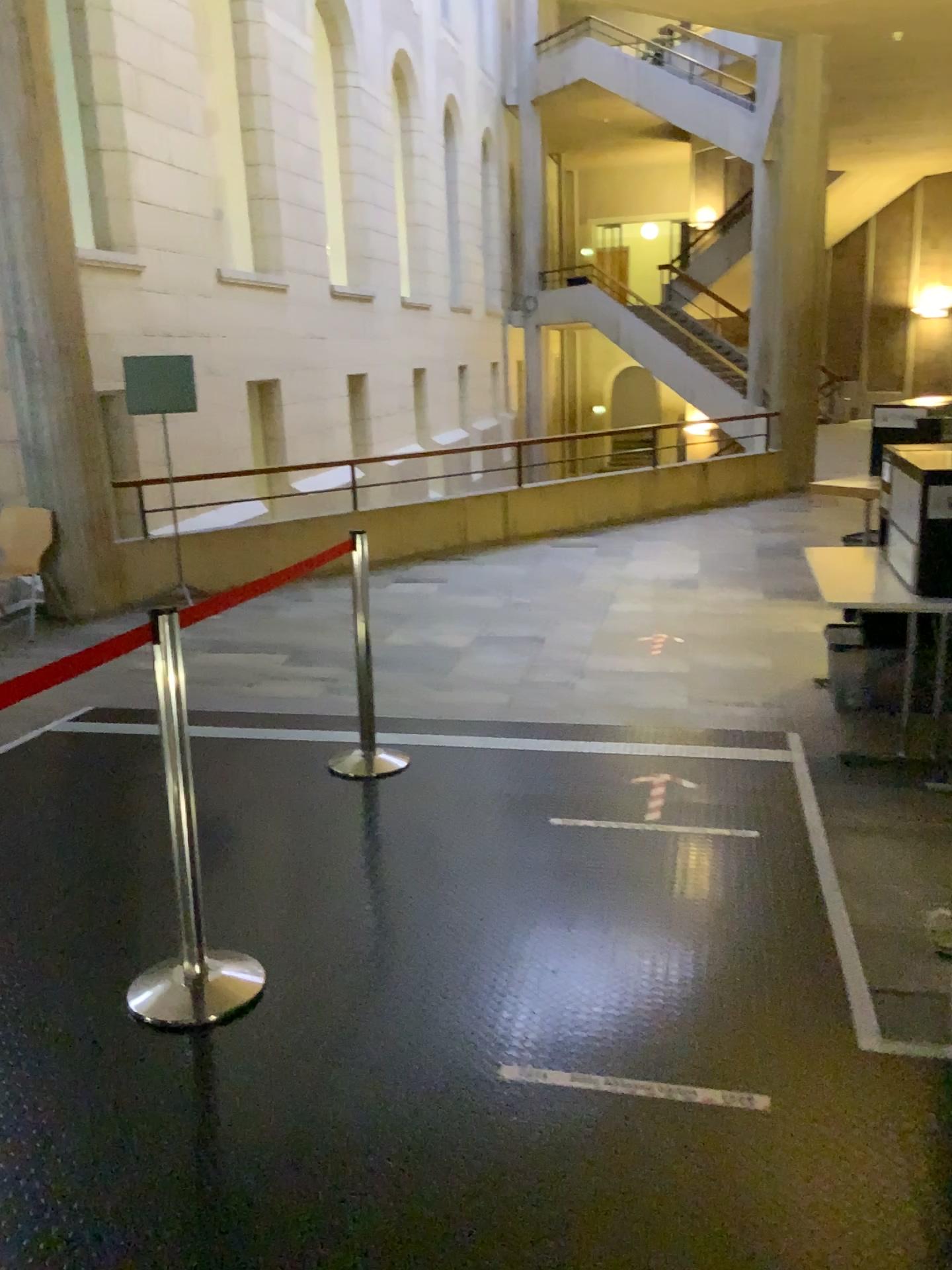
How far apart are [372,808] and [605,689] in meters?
1.7
